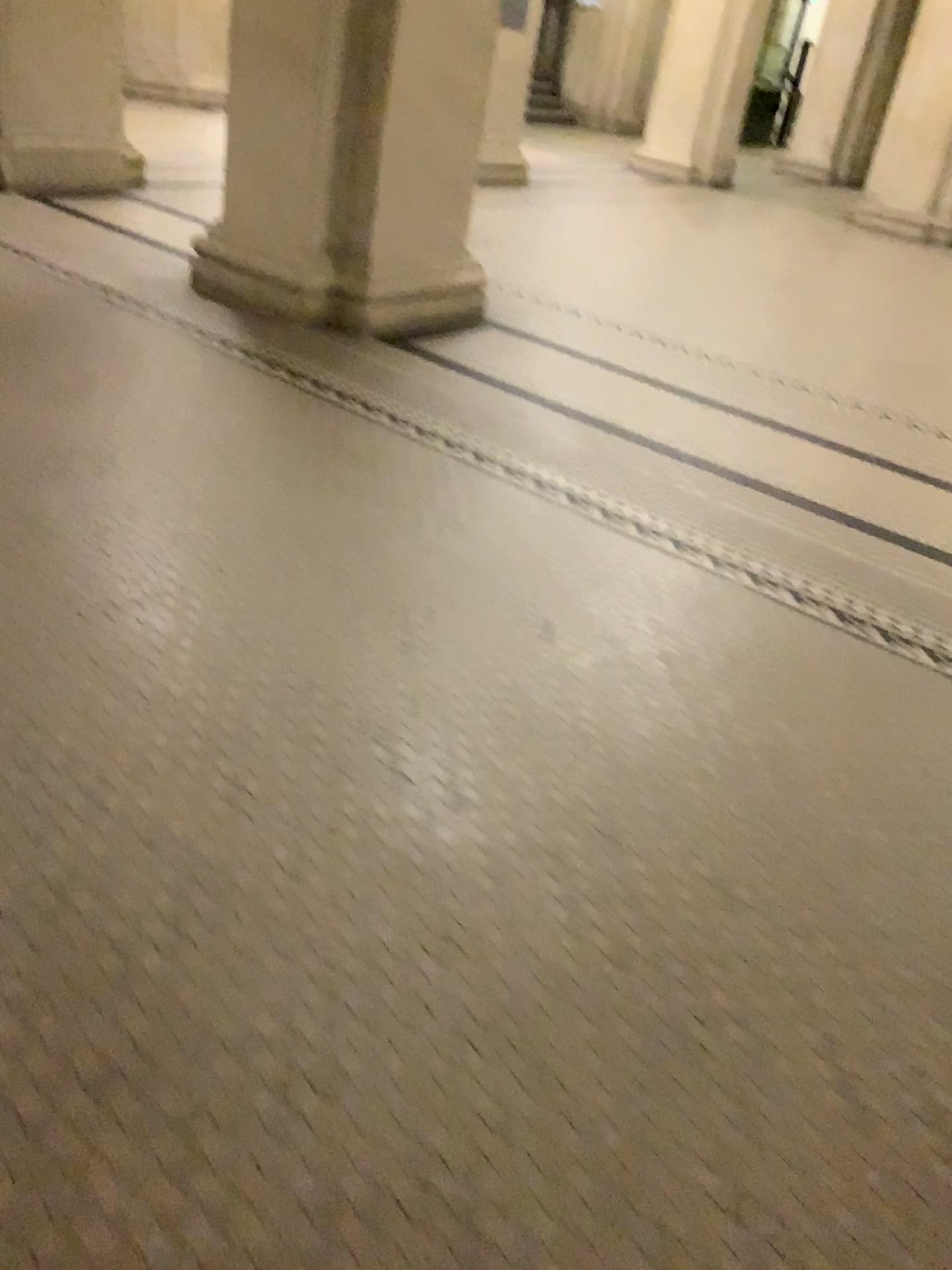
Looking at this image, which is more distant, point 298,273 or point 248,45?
point 298,273

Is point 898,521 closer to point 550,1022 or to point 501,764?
point 501,764

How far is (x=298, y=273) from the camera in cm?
438

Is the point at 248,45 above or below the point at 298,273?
above

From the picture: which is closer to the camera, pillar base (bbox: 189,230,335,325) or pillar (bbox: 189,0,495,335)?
pillar (bbox: 189,0,495,335)

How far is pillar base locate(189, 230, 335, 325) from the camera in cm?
438
